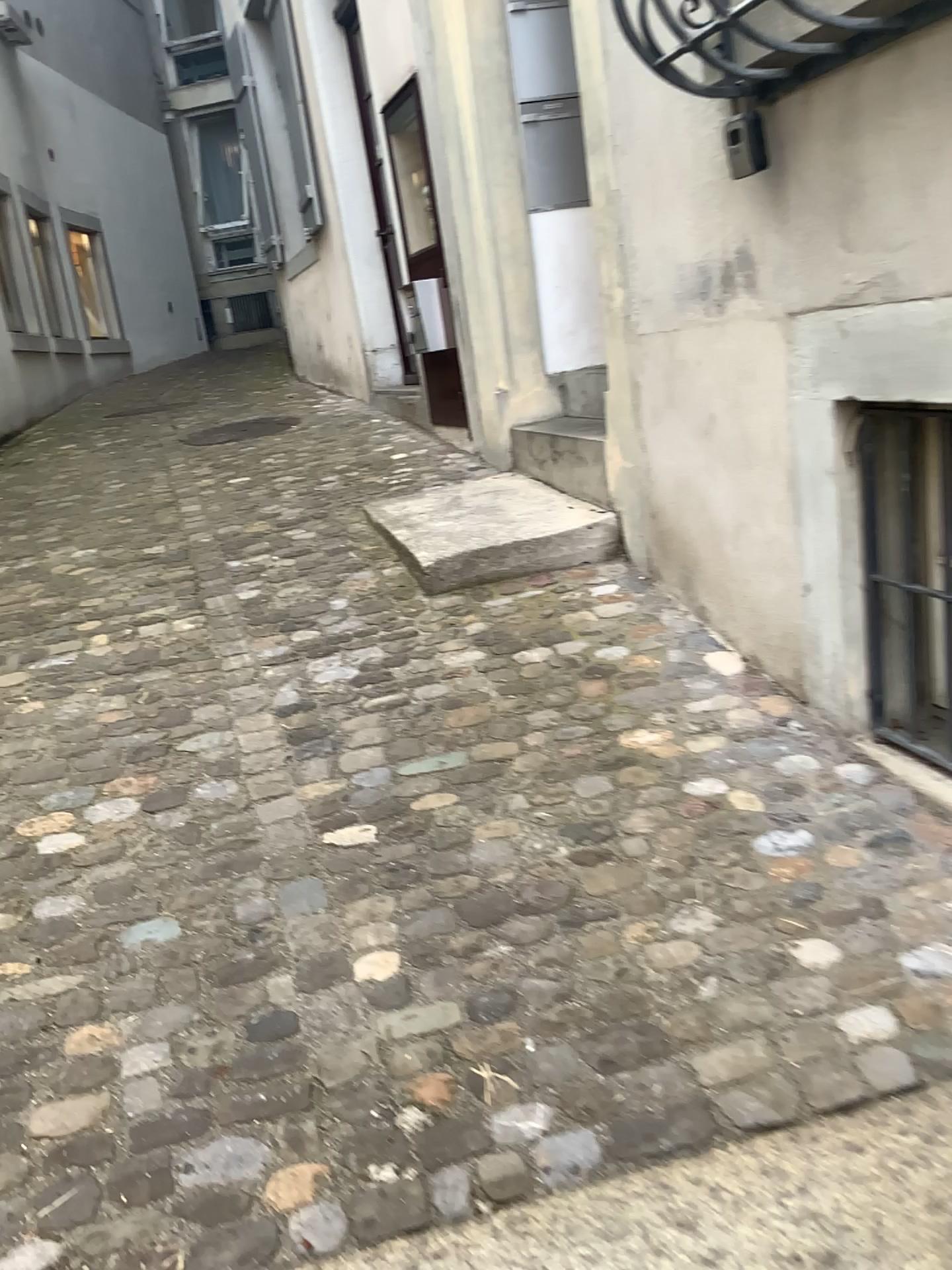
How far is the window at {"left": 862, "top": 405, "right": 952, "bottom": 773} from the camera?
2.1m

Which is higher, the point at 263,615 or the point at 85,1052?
the point at 263,615

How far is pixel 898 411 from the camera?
2.13m
